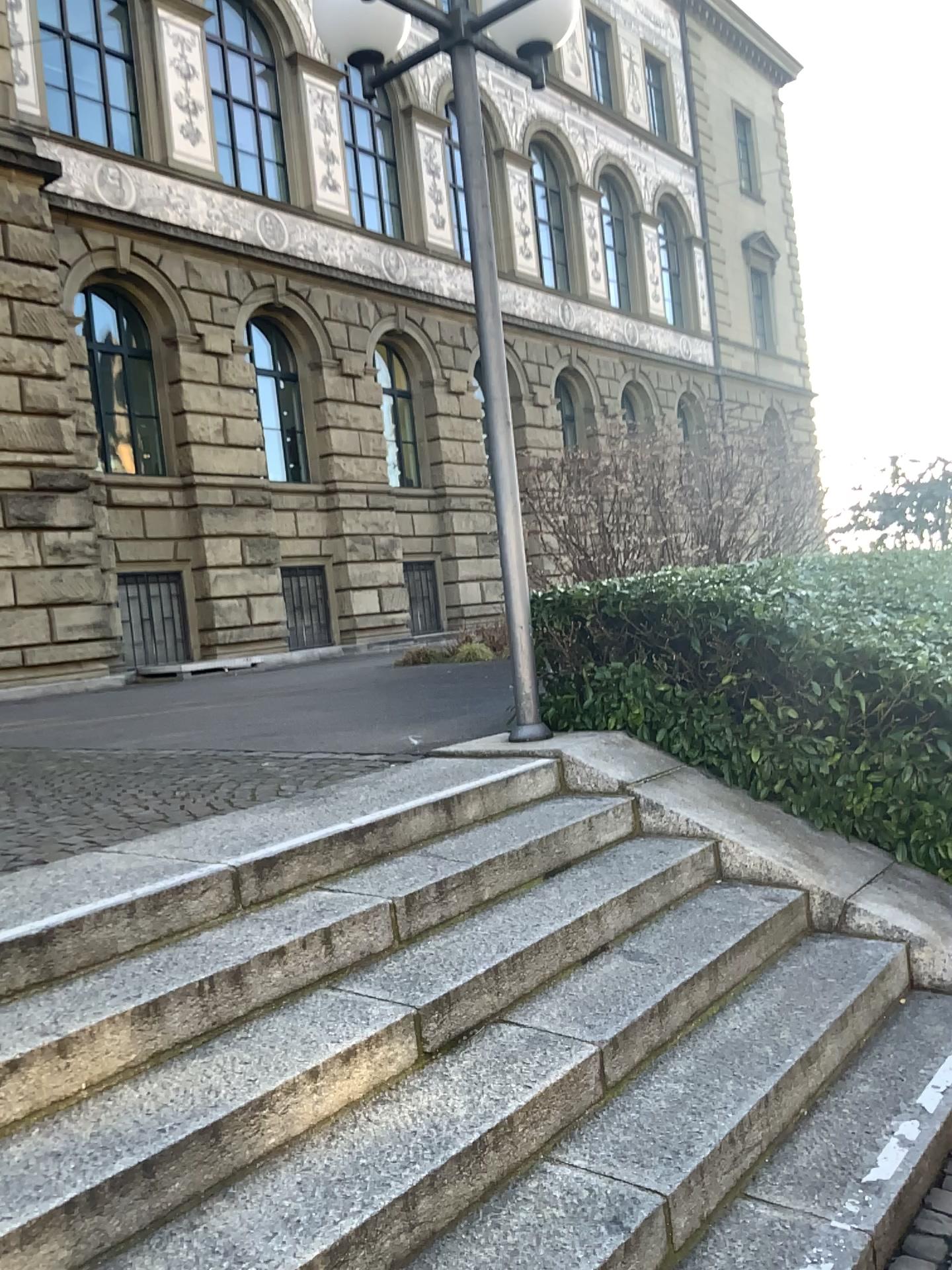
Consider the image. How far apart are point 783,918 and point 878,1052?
0.6m
